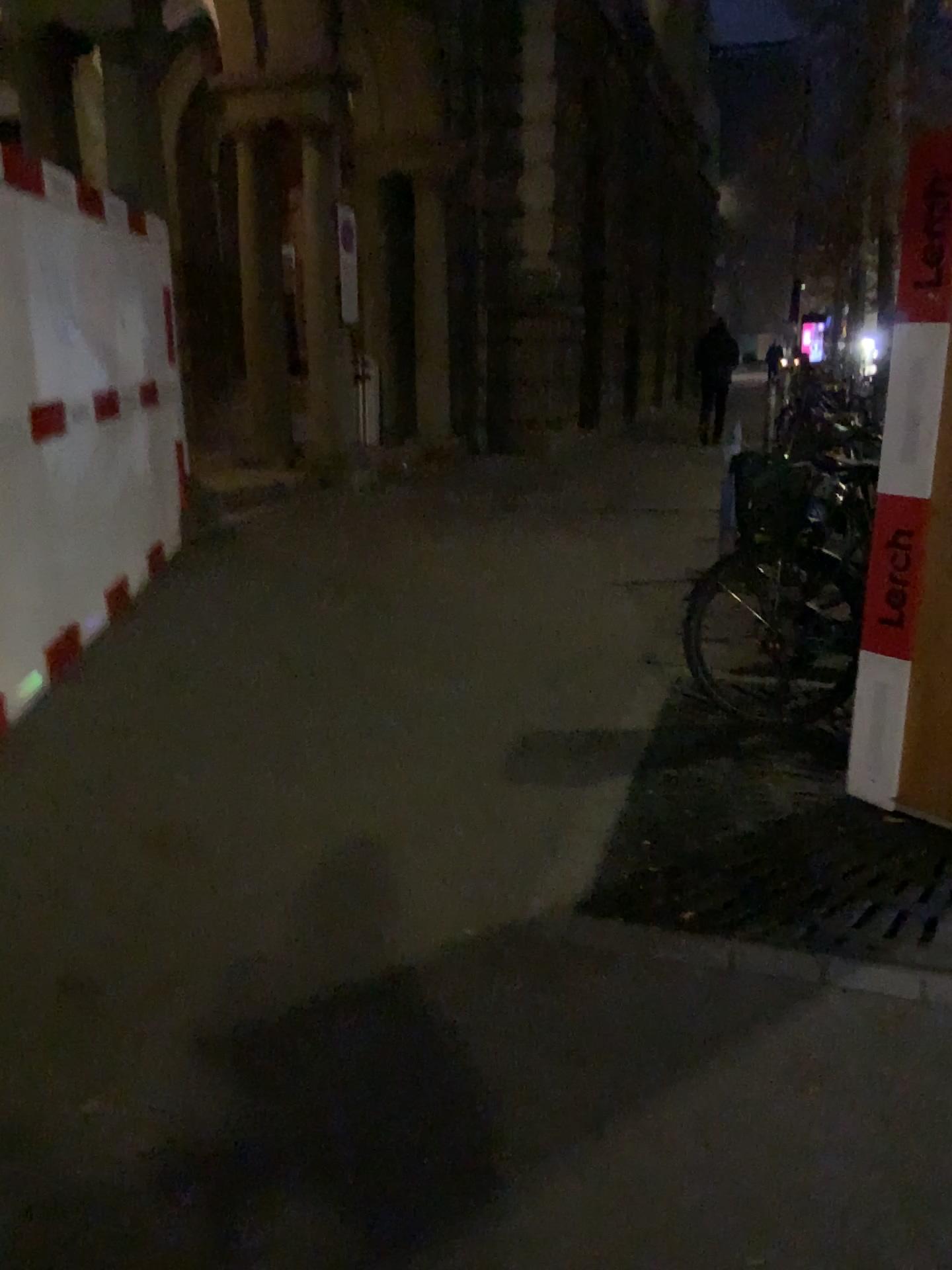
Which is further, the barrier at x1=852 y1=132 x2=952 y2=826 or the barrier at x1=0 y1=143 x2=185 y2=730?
the barrier at x1=0 y1=143 x2=185 y2=730

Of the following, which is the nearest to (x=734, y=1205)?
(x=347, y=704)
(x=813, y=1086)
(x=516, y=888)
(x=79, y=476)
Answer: (x=813, y=1086)

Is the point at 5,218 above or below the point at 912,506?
above

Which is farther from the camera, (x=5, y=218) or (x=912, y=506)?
(x=5, y=218)
